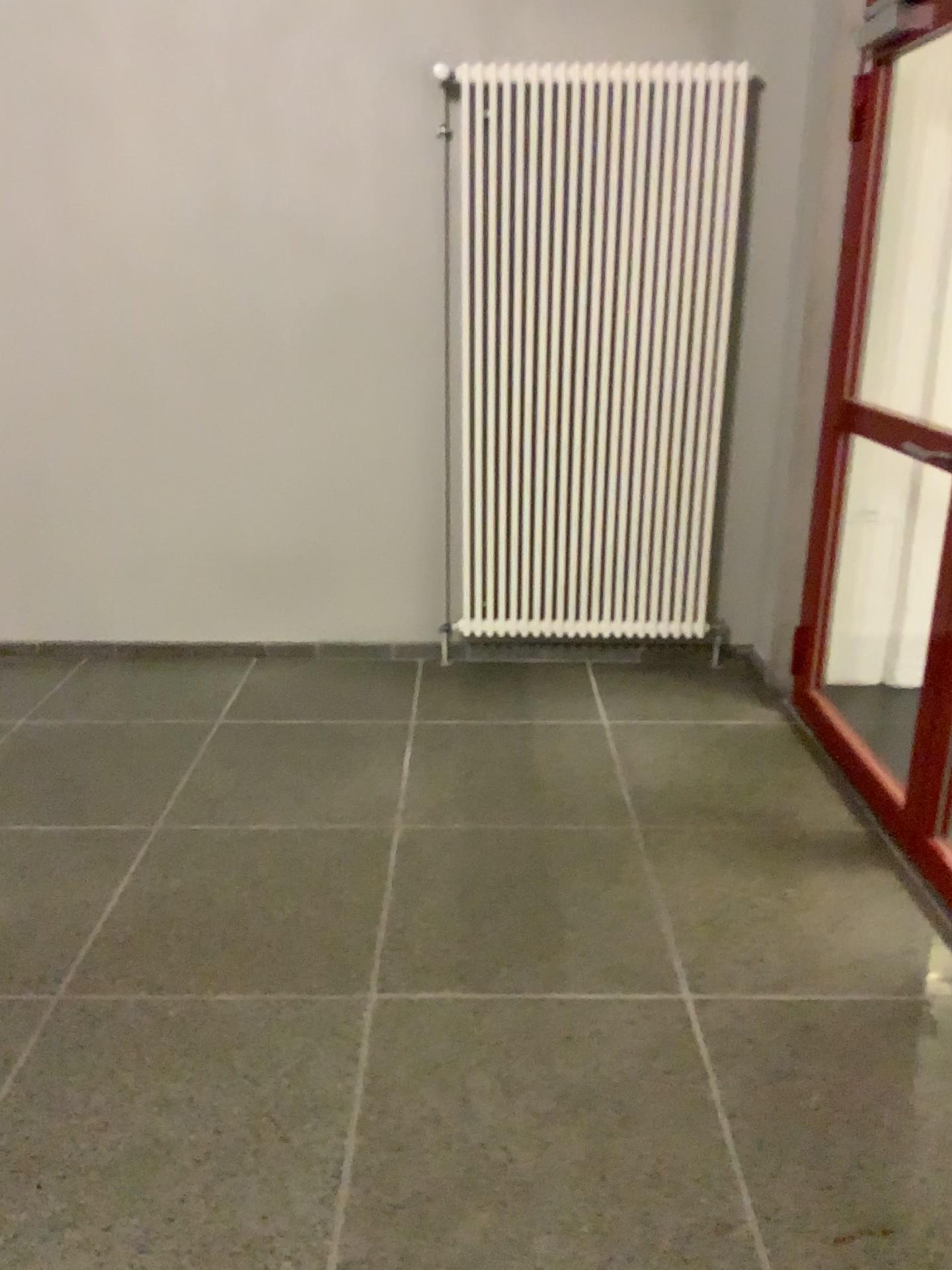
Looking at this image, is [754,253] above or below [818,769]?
above
